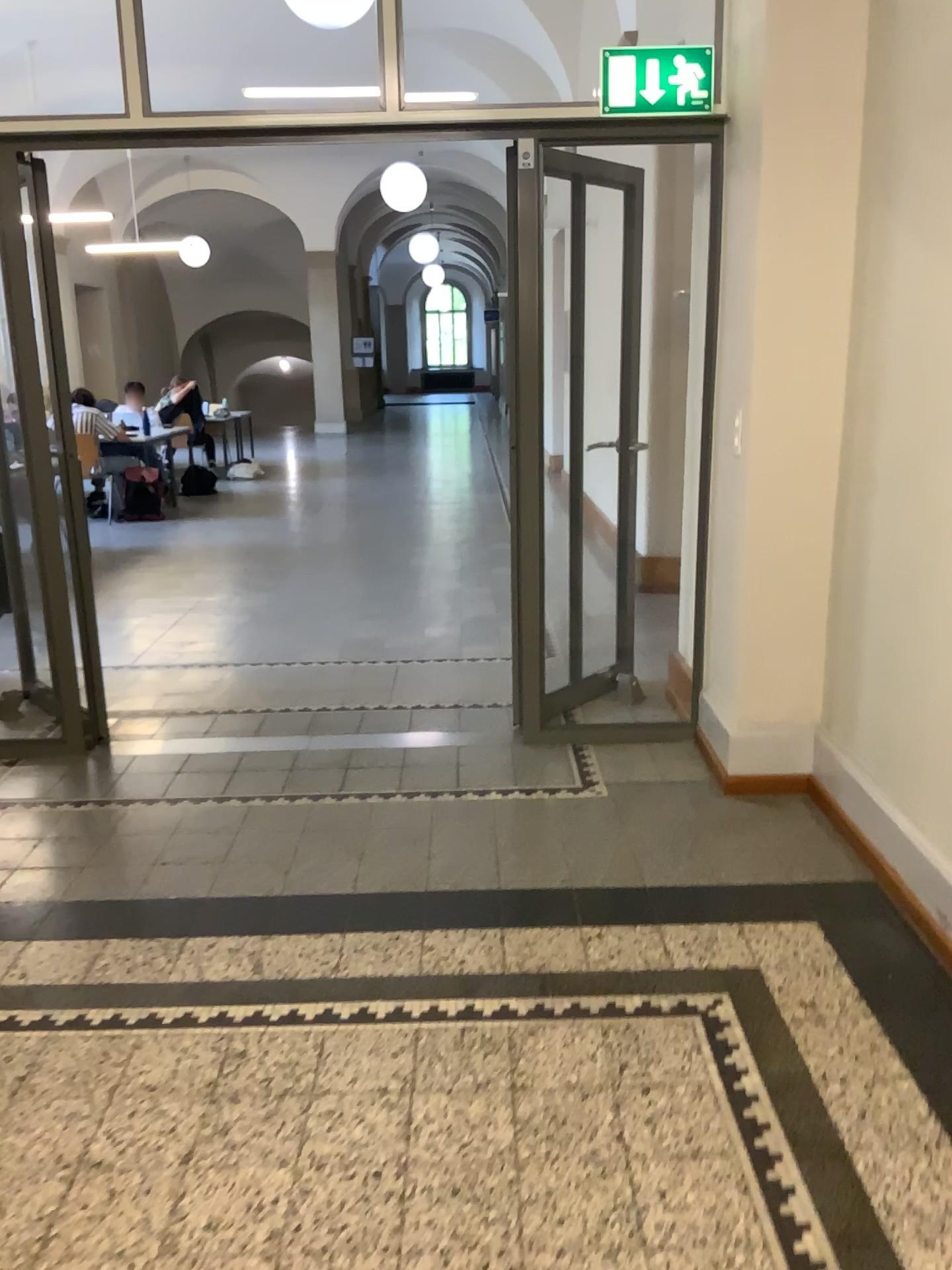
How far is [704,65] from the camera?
3.4m

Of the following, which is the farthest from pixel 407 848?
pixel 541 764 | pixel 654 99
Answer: pixel 654 99

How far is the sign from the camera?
3.40m
